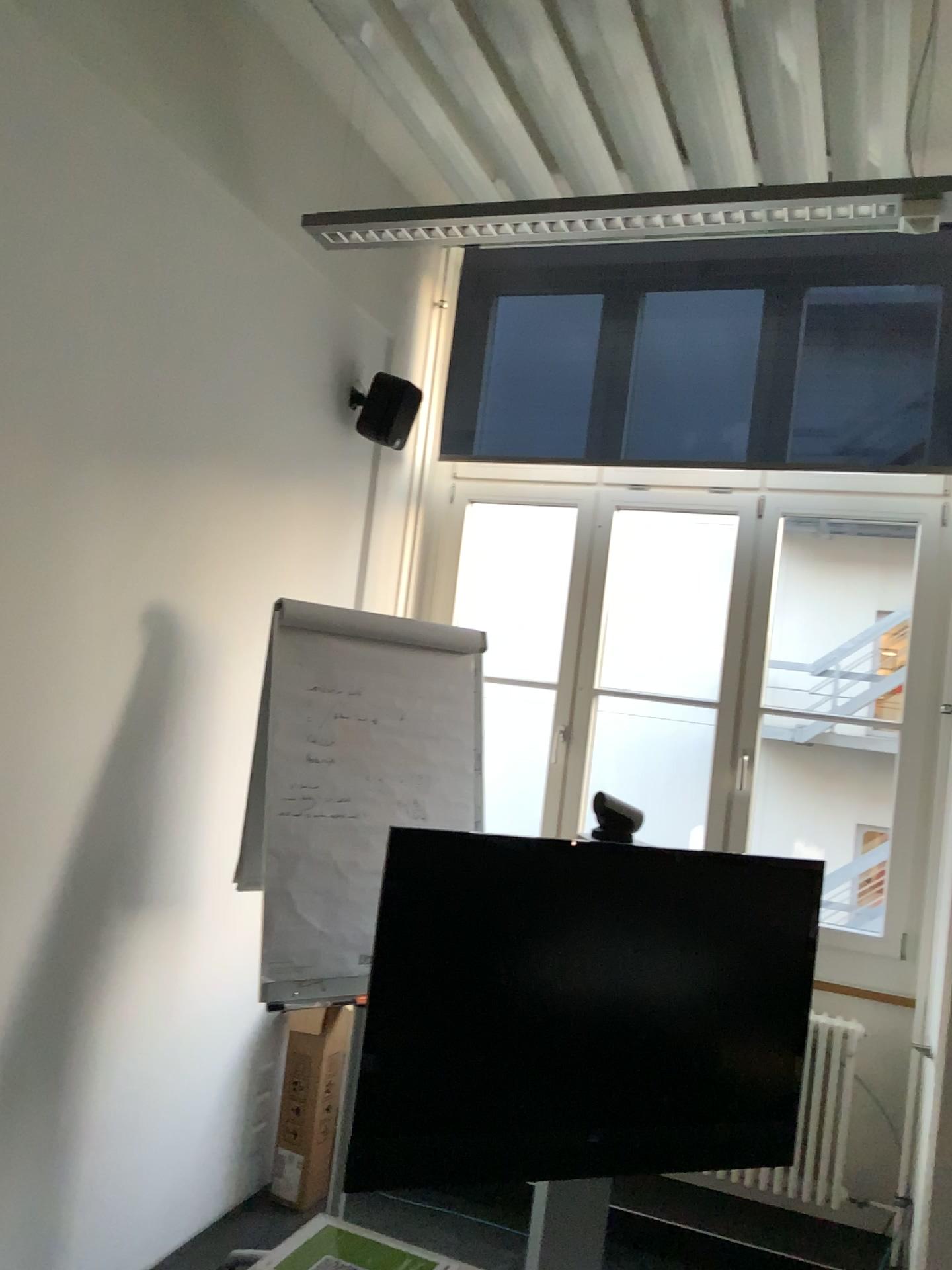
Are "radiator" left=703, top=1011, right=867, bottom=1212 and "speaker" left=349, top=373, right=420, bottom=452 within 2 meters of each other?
no

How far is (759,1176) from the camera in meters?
3.5 m

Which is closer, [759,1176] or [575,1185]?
[575,1185]

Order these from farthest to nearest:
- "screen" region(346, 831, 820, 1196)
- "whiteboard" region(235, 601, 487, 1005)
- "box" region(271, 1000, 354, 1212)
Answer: "box" region(271, 1000, 354, 1212) < "whiteboard" region(235, 601, 487, 1005) < "screen" region(346, 831, 820, 1196)

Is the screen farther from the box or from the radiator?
the box

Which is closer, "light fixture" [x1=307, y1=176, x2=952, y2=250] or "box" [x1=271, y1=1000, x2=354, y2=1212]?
"light fixture" [x1=307, y1=176, x2=952, y2=250]

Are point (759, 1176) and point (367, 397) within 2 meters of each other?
no

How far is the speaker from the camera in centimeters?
364cm

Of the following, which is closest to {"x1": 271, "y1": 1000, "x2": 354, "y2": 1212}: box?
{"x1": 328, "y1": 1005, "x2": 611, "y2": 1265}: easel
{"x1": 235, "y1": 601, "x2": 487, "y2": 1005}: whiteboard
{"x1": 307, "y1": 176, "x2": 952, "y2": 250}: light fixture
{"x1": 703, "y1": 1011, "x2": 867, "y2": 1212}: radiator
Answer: {"x1": 235, "y1": 601, "x2": 487, "y2": 1005}: whiteboard

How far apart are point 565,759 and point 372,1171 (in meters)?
1.96
